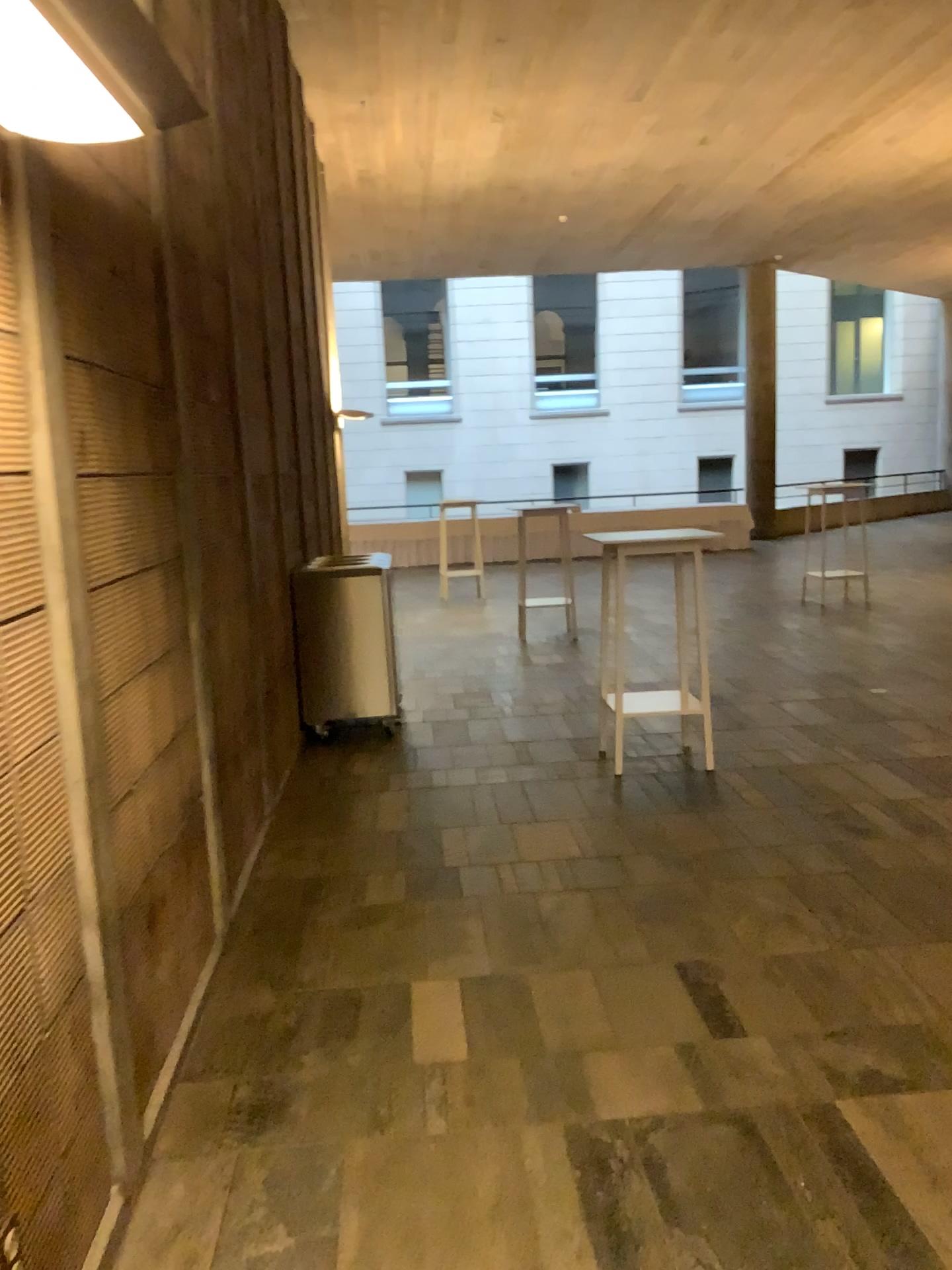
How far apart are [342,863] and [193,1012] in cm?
126

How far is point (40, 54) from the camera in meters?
1.4 m

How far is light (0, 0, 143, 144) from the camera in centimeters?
141cm

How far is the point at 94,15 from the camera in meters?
1.4

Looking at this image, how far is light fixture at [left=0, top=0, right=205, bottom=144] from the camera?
1.4 meters
